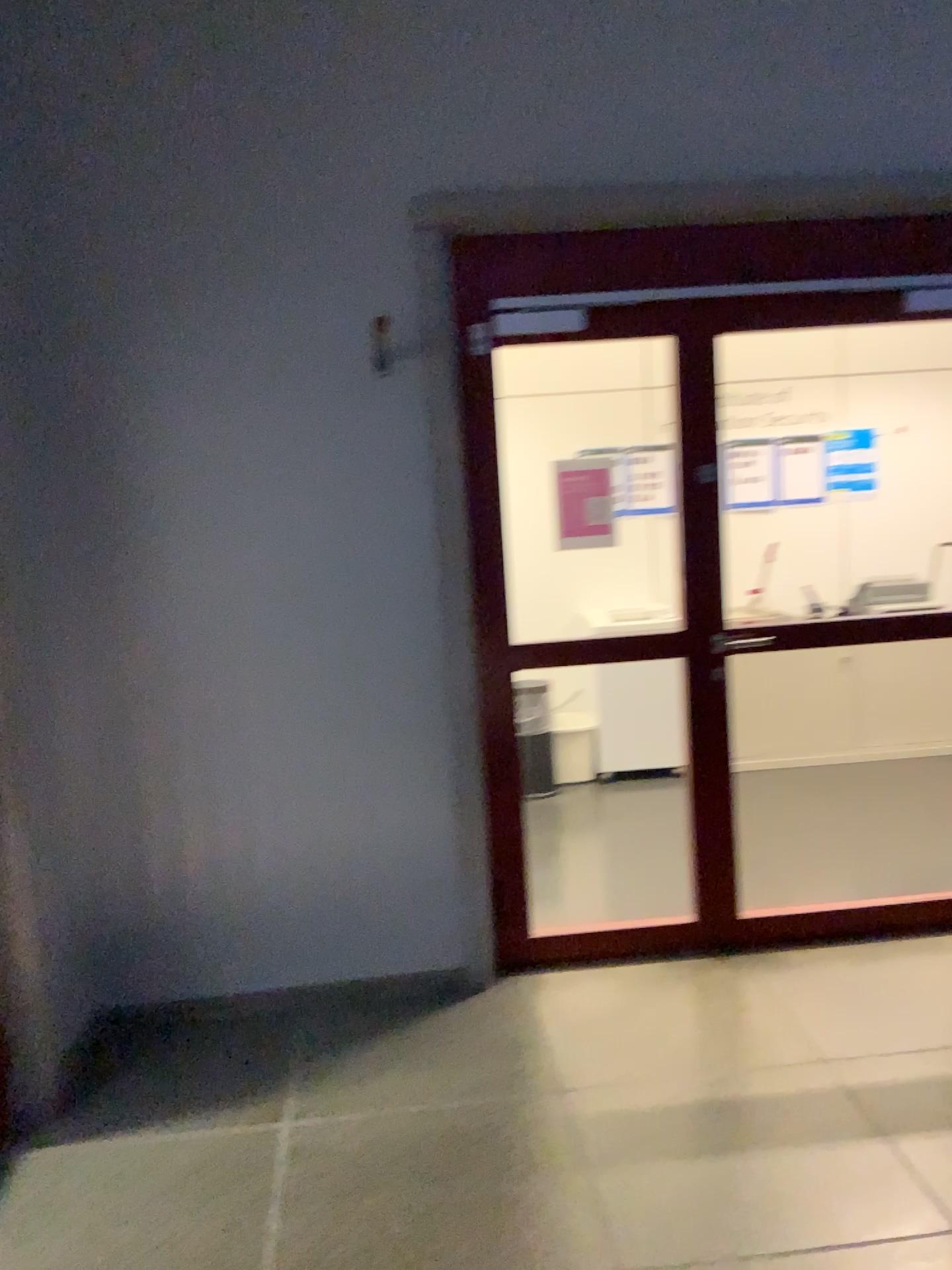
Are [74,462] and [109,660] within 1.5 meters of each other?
yes
